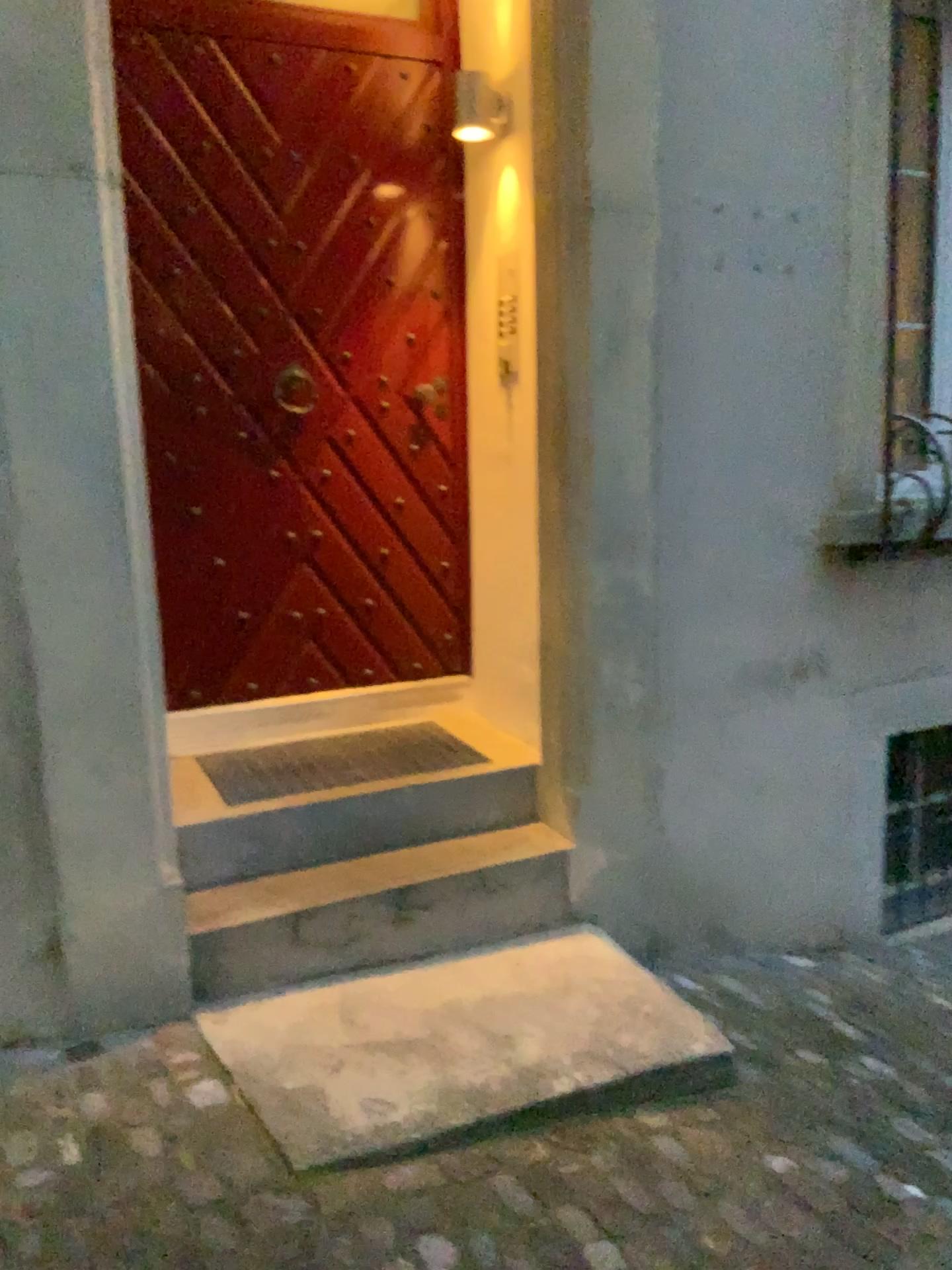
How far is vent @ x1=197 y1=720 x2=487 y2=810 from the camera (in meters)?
3.10

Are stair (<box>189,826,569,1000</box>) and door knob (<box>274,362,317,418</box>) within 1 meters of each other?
no

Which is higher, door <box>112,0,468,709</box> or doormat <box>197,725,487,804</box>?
door <box>112,0,468,709</box>

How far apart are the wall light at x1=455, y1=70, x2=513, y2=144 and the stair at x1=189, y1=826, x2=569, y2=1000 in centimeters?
205cm

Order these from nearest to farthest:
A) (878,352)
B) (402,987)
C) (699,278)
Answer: (402,987)
(699,278)
(878,352)

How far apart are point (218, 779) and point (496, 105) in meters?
2.1

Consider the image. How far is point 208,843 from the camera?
2.8m

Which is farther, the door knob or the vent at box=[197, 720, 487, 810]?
the door knob

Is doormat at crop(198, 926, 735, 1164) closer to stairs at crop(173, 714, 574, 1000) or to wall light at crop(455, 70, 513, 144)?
stairs at crop(173, 714, 574, 1000)

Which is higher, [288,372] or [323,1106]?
[288,372]
